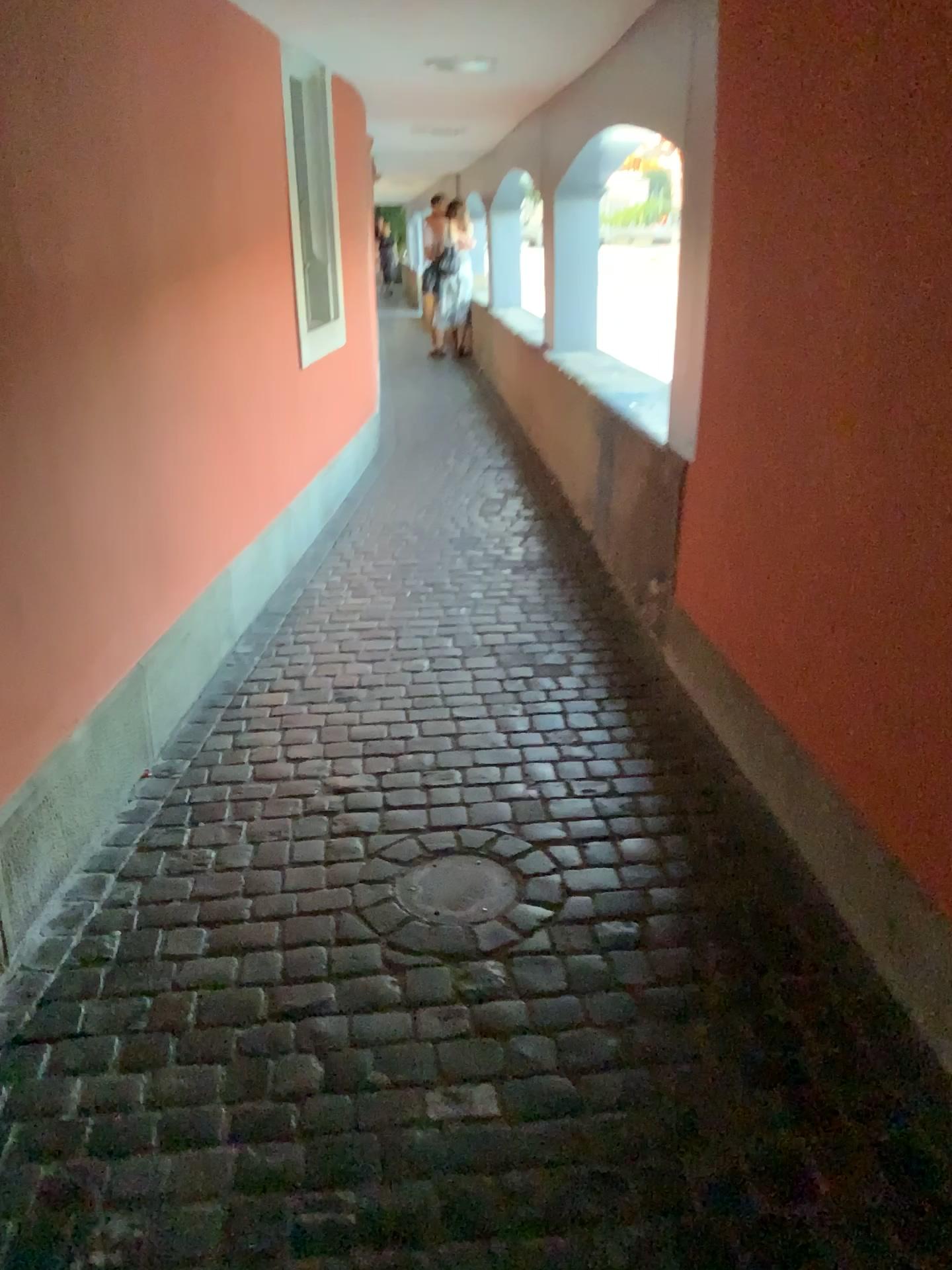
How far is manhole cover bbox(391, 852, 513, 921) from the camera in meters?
2.1

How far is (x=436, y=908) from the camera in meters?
2.1

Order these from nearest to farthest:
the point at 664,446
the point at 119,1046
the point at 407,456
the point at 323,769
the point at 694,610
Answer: the point at 119,1046, the point at 323,769, the point at 694,610, the point at 664,446, the point at 407,456
